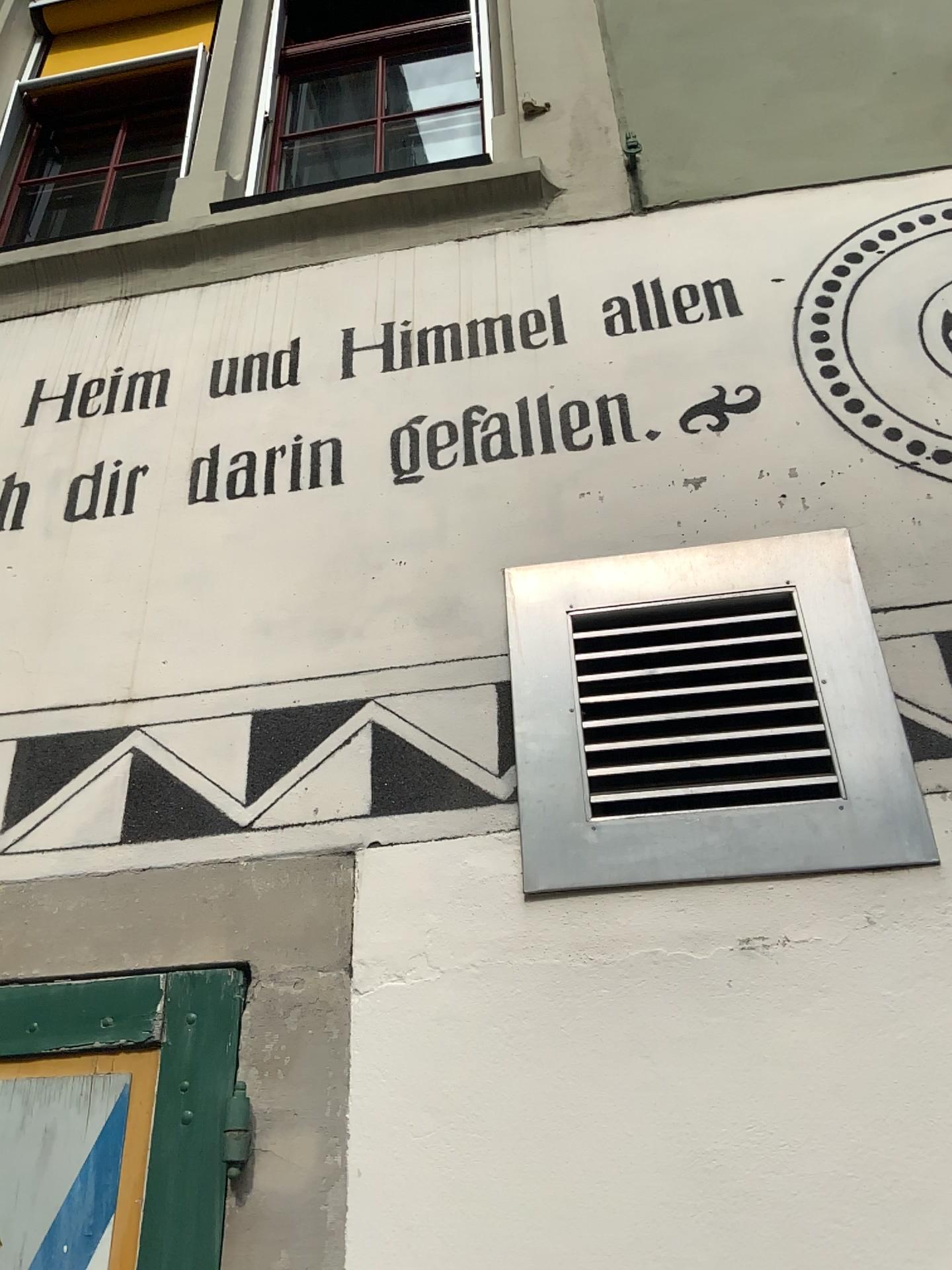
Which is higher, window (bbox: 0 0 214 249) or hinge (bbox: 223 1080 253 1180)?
window (bbox: 0 0 214 249)

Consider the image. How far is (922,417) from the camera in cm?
180

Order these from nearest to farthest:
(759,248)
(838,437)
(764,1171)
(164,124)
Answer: (764,1171)
(838,437)
(759,248)
(164,124)

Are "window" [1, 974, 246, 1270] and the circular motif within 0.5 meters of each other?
no

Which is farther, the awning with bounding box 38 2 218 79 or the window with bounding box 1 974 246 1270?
the awning with bounding box 38 2 218 79

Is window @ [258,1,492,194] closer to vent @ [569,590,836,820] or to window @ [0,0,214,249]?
window @ [0,0,214,249]

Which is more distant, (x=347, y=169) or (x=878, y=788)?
(x=347, y=169)

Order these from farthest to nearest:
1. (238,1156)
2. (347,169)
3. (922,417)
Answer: (347,169) < (922,417) < (238,1156)

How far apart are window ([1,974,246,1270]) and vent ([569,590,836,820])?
0.6m

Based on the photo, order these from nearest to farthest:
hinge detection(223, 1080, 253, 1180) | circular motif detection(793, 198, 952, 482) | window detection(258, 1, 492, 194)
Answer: hinge detection(223, 1080, 253, 1180)
circular motif detection(793, 198, 952, 482)
window detection(258, 1, 492, 194)
